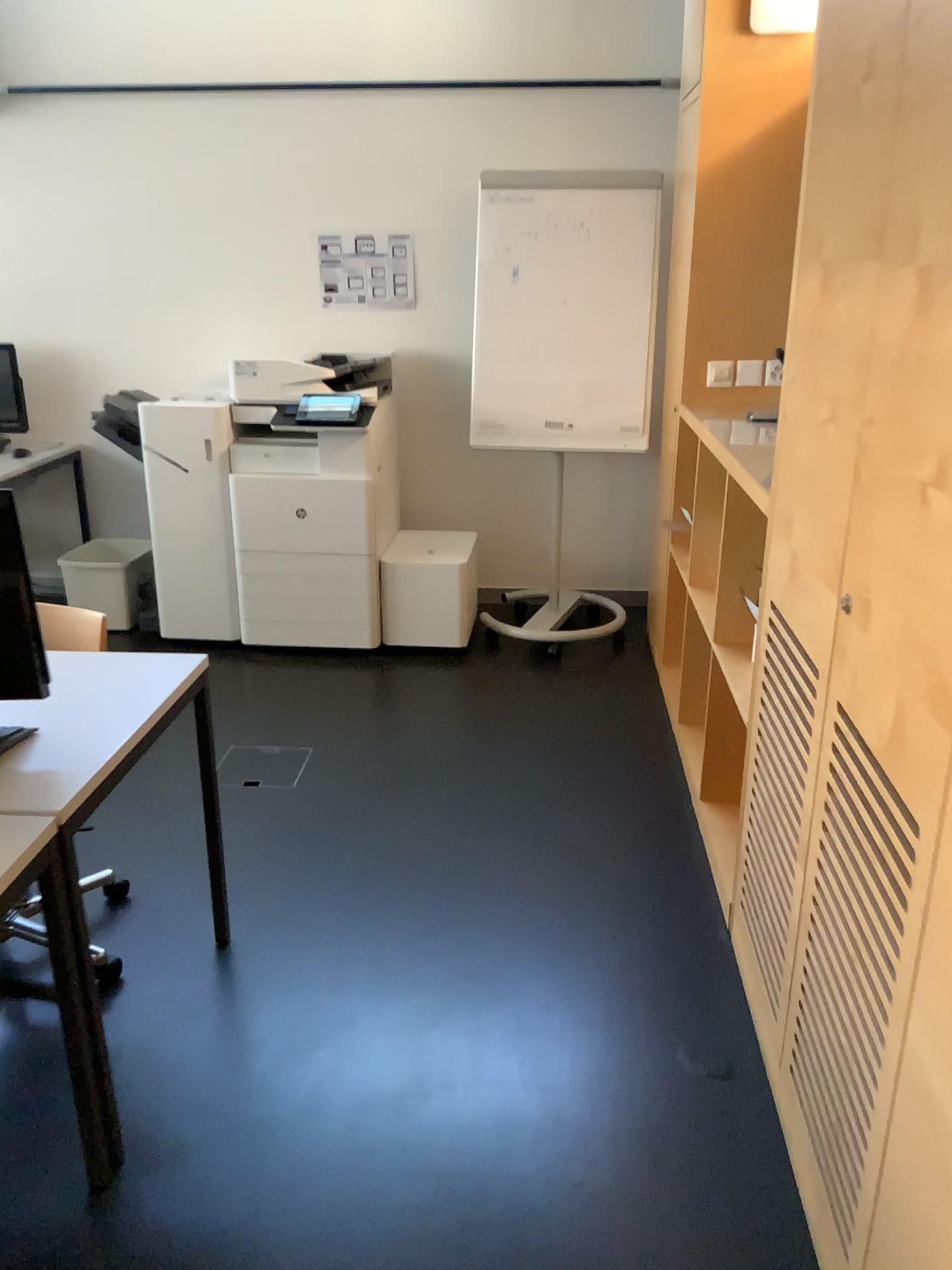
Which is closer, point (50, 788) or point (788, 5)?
point (50, 788)

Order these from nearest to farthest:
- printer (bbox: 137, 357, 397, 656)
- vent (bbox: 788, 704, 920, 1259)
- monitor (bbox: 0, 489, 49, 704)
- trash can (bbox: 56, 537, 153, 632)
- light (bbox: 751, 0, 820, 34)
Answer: vent (bbox: 788, 704, 920, 1259) < monitor (bbox: 0, 489, 49, 704) < light (bbox: 751, 0, 820, 34) < printer (bbox: 137, 357, 397, 656) < trash can (bbox: 56, 537, 153, 632)

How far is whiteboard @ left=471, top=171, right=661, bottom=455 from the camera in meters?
4.2 m

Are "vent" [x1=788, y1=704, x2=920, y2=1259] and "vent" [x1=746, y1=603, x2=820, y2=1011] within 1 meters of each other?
yes

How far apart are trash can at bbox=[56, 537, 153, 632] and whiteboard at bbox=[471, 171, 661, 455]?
1.6m

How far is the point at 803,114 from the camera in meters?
2.2

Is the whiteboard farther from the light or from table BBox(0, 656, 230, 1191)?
table BBox(0, 656, 230, 1191)

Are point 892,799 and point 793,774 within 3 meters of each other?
yes

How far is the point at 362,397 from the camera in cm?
411

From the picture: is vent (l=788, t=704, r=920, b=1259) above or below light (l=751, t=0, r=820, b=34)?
below
